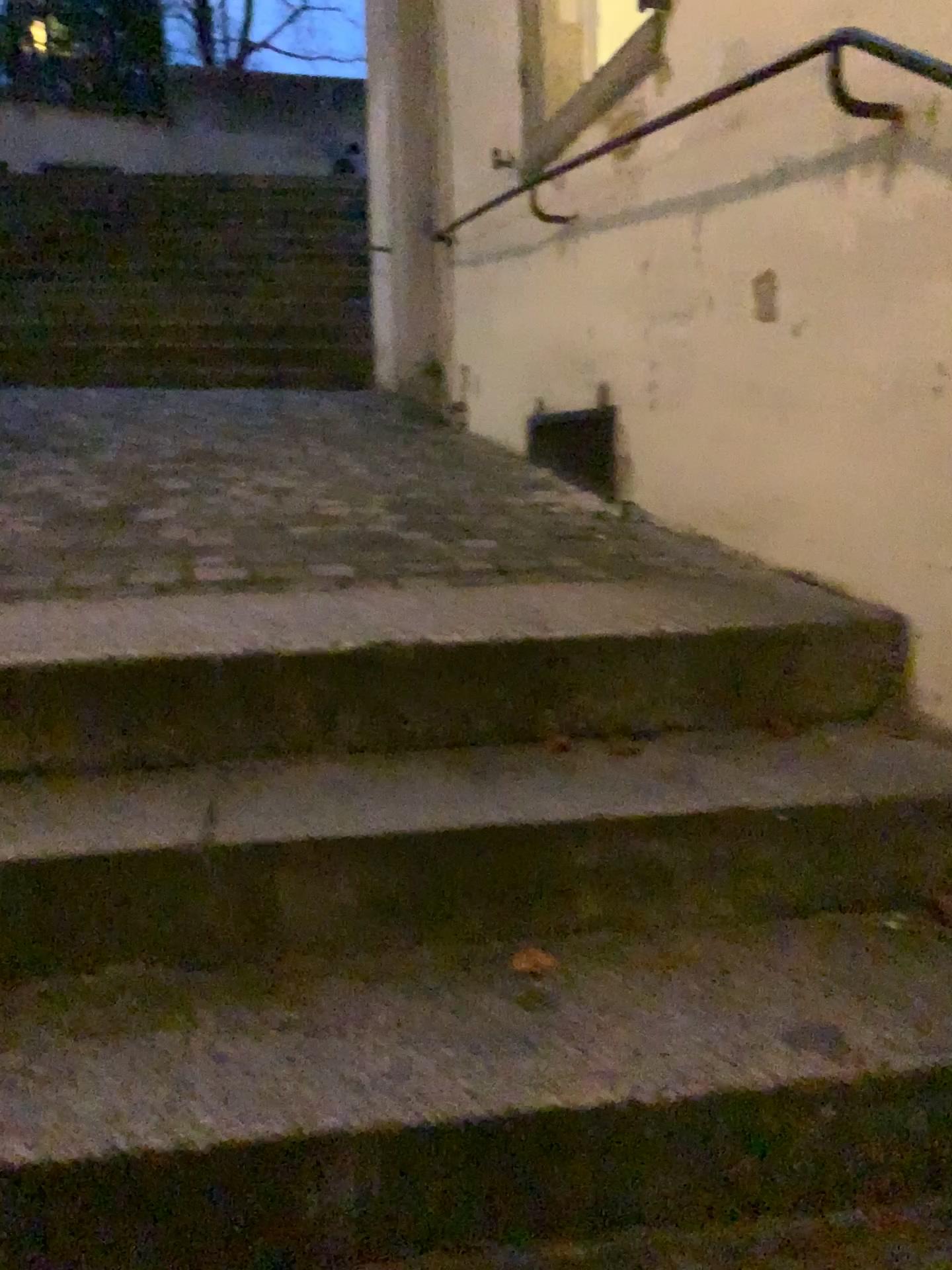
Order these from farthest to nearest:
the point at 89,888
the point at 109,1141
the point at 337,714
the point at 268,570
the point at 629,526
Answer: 1. the point at 629,526
2. the point at 268,570
3. the point at 337,714
4. the point at 89,888
5. the point at 109,1141

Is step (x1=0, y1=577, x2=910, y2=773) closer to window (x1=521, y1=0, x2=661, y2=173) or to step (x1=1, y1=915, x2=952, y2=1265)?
step (x1=1, y1=915, x2=952, y2=1265)

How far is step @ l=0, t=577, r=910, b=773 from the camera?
1.47m

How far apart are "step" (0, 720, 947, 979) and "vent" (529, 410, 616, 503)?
1.4m

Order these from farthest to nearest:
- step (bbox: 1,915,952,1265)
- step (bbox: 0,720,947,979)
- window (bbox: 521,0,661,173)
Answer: window (bbox: 521,0,661,173) → step (bbox: 0,720,947,979) → step (bbox: 1,915,952,1265)

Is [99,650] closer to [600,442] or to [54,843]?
[54,843]

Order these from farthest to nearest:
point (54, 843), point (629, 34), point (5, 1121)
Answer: point (629, 34), point (54, 843), point (5, 1121)

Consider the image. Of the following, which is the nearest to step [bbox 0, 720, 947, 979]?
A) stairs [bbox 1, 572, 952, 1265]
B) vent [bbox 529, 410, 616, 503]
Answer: stairs [bbox 1, 572, 952, 1265]

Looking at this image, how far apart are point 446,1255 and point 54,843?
0.62m

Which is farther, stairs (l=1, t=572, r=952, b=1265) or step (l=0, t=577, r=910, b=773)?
step (l=0, t=577, r=910, b=773)
